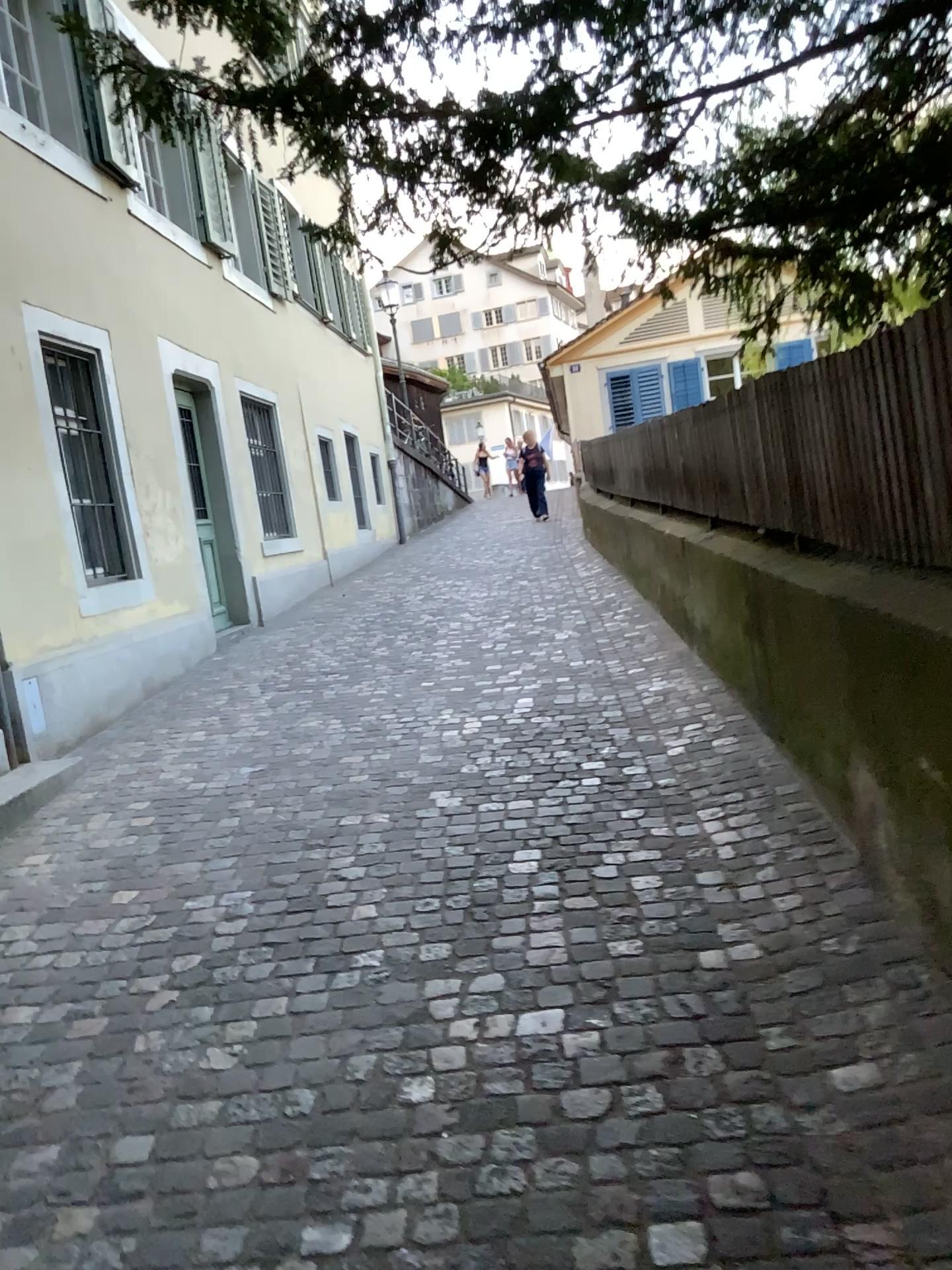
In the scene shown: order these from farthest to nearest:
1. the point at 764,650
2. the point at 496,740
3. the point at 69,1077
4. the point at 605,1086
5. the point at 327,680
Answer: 1. the point at 327,680
2. the point at 496,740
3. the point at 764,650
4. the point at 69,1077
5. the point at 605,1086
